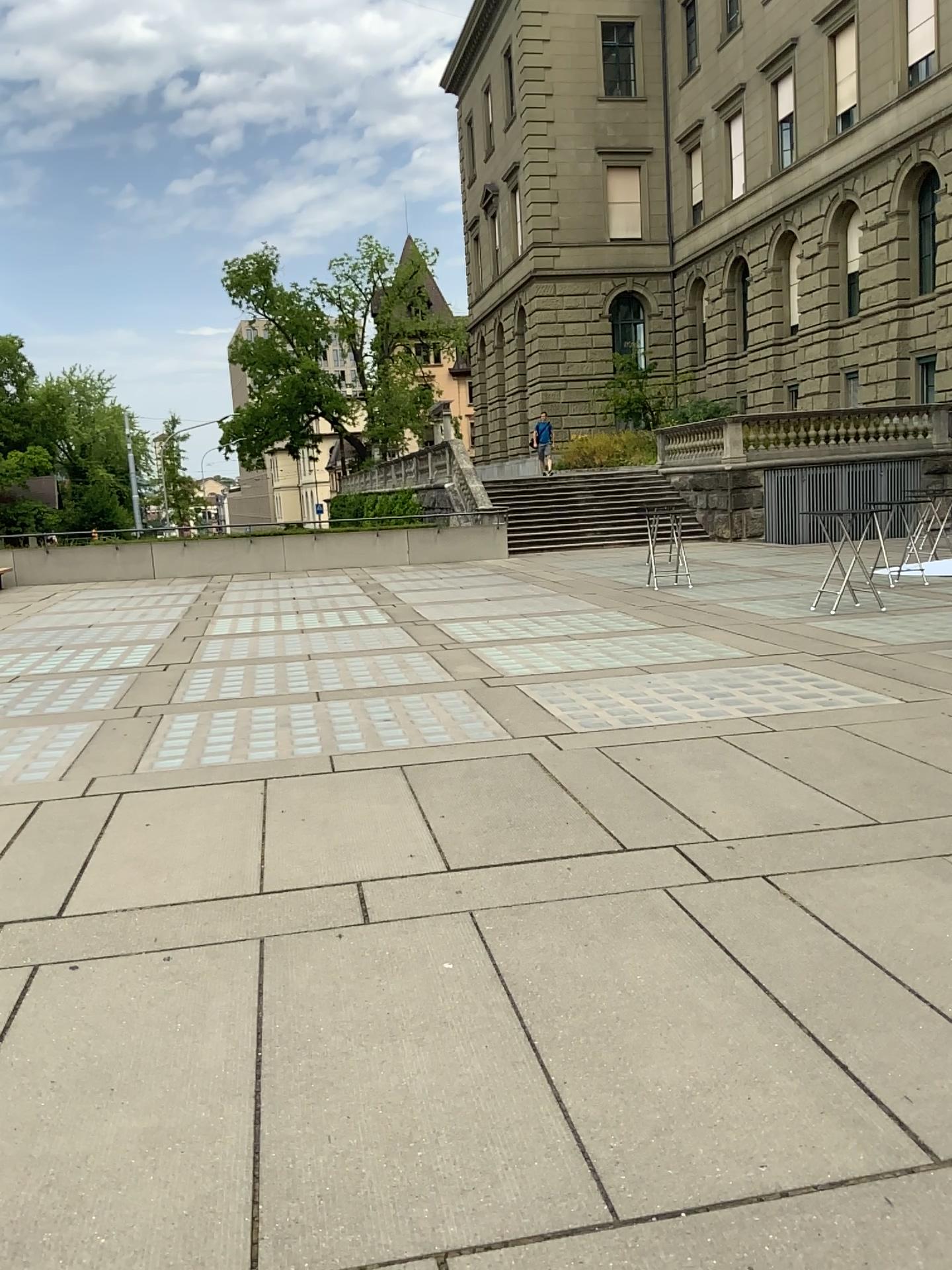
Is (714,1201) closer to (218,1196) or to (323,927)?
(218,1196)
